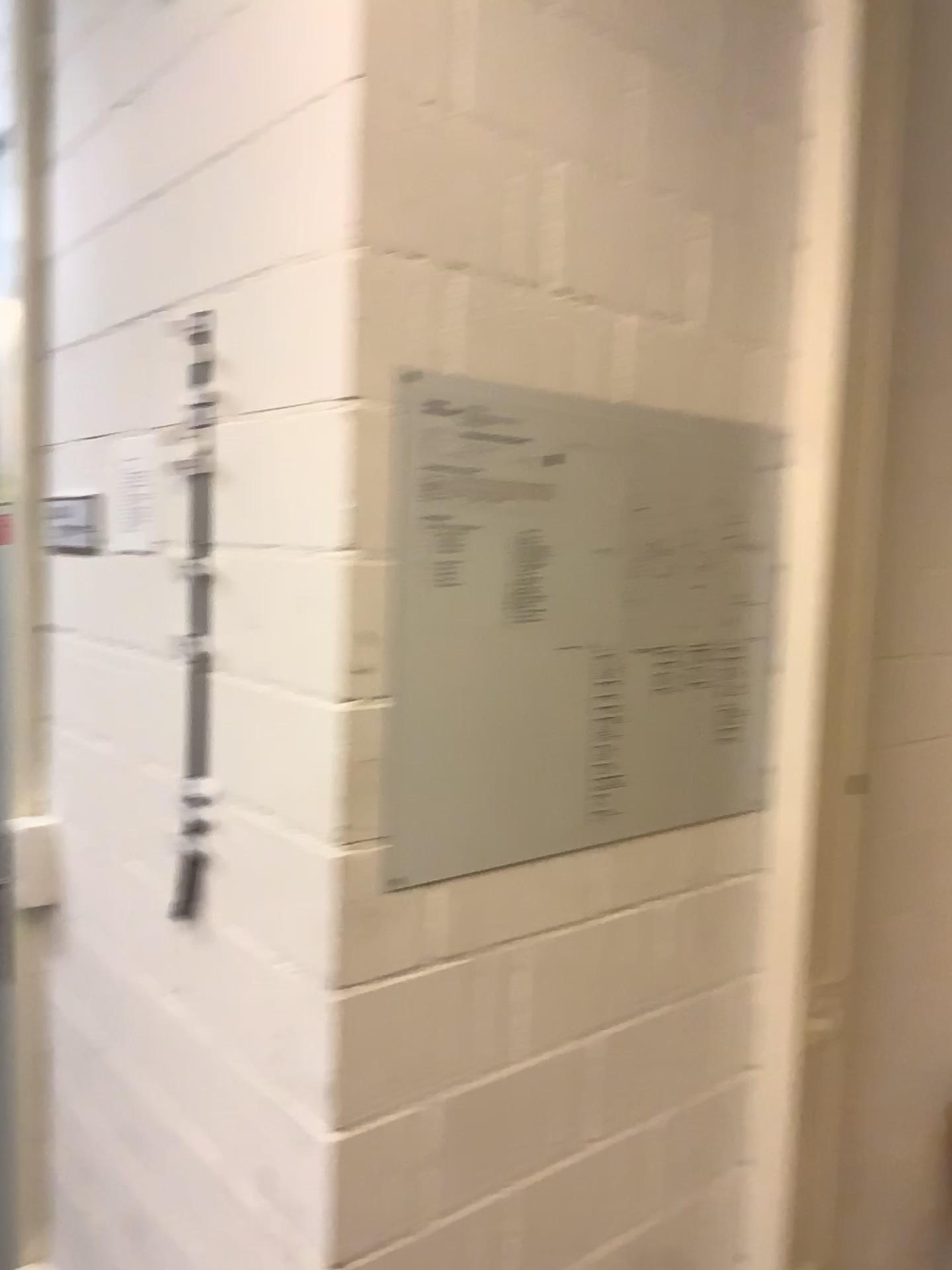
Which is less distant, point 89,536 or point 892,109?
point 892,109

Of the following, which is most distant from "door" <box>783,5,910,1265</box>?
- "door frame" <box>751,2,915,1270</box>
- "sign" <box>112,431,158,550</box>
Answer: "sign" <box>112,431,158,550</box>

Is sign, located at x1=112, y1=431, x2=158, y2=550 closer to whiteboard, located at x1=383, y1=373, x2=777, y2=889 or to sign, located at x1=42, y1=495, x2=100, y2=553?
sign, located at x1=42, y1=495, x2=100, y2=553

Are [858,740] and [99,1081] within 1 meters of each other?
no

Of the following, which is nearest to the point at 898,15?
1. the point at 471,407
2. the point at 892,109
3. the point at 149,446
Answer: the point at 892,109

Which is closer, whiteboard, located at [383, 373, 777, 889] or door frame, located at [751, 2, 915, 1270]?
whiteboard, located at [383, 373, 777, 889]

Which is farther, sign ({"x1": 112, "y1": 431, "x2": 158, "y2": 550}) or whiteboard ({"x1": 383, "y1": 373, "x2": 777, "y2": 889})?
sign ({"x1": 112, "y1": 431, "x2": 158, "y2": 550})

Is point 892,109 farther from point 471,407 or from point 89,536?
point 89,536

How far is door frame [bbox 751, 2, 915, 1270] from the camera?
1.40m

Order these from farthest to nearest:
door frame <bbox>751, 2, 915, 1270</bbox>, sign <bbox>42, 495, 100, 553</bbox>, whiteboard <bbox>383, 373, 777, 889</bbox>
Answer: sign <bbox>42, 495, 100, 553</bbox> → door frame <bbox>751, 2, 915, 1270</bbox> → whiteboard <bbox>383, 373, 777, 889</bbox>
